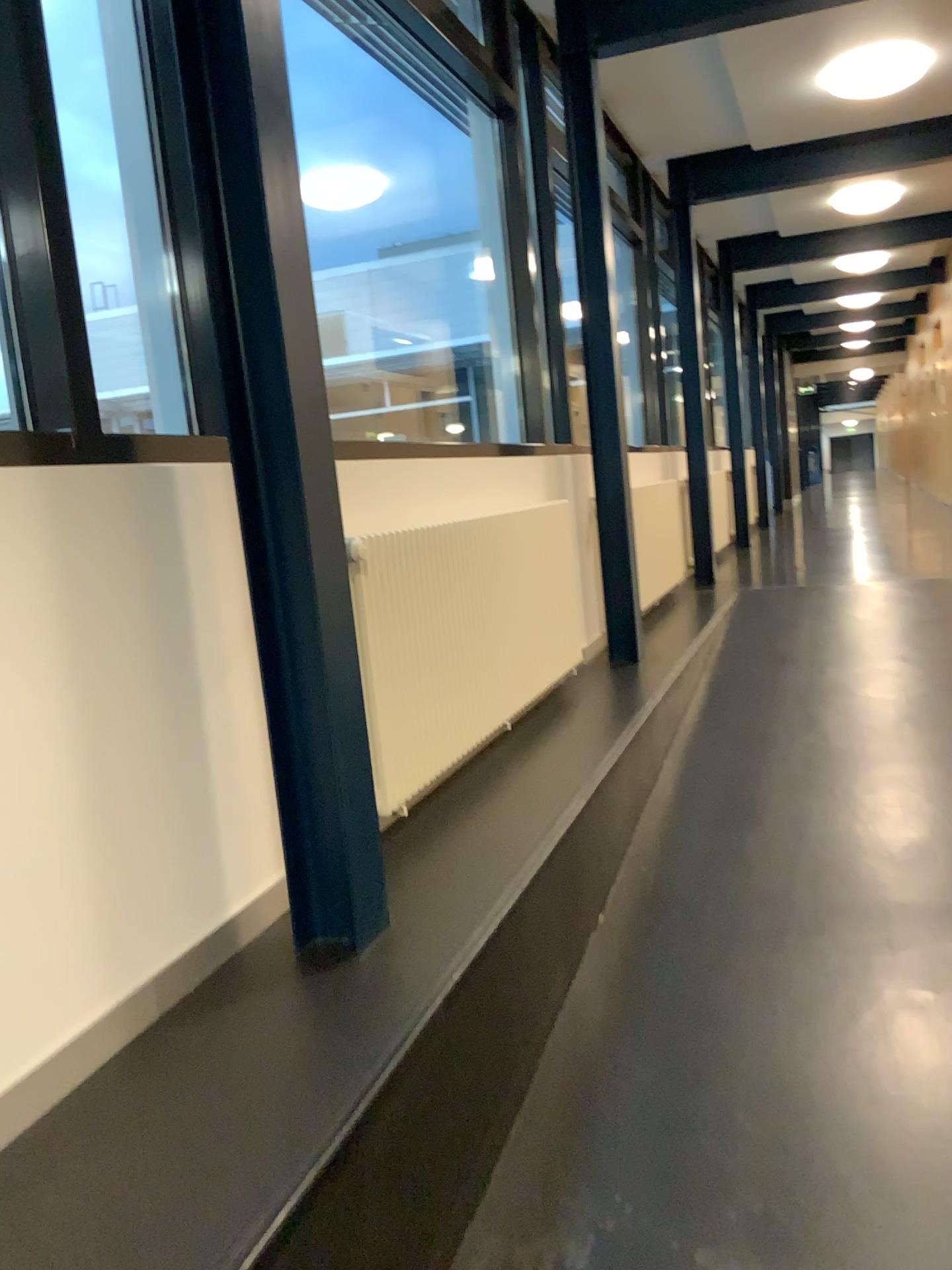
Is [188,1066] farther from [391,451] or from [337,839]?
[391,451]
